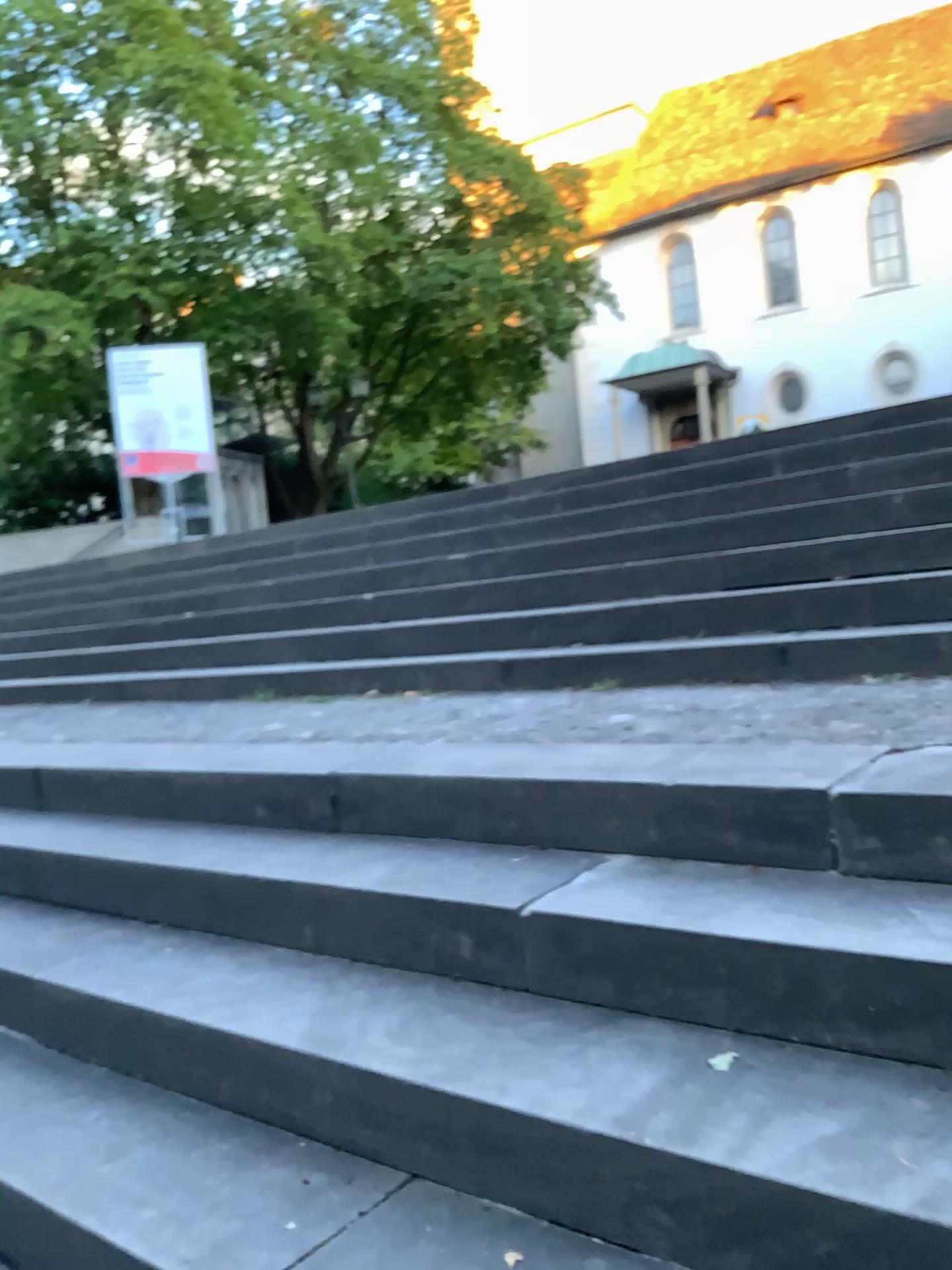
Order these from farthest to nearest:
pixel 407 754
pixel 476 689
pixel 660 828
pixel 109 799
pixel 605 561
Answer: pixel 605 561 < pixel 476 689 < pixel 109 799 < pixel 407 754 < pixel 660 828
